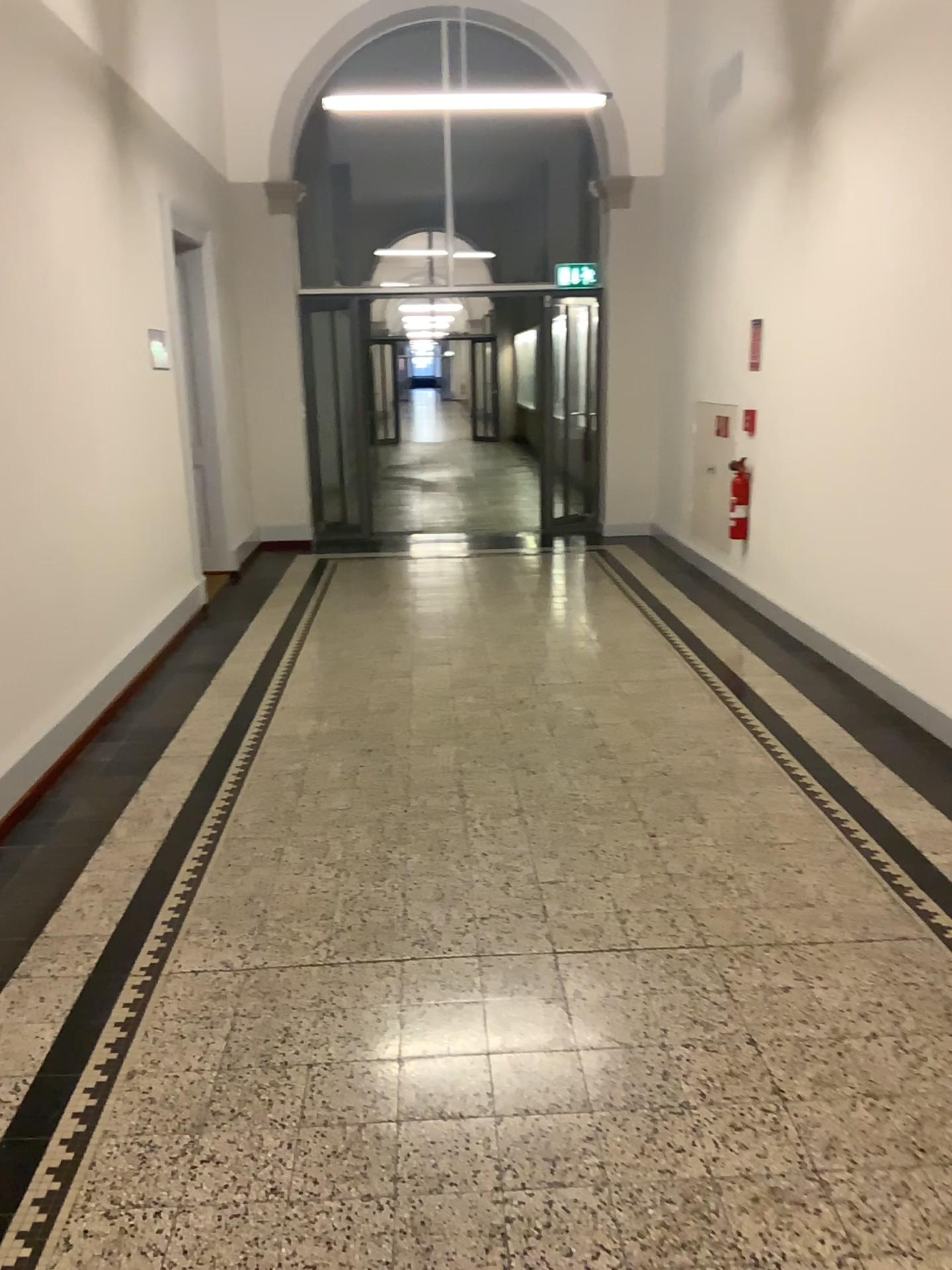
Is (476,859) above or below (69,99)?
below
